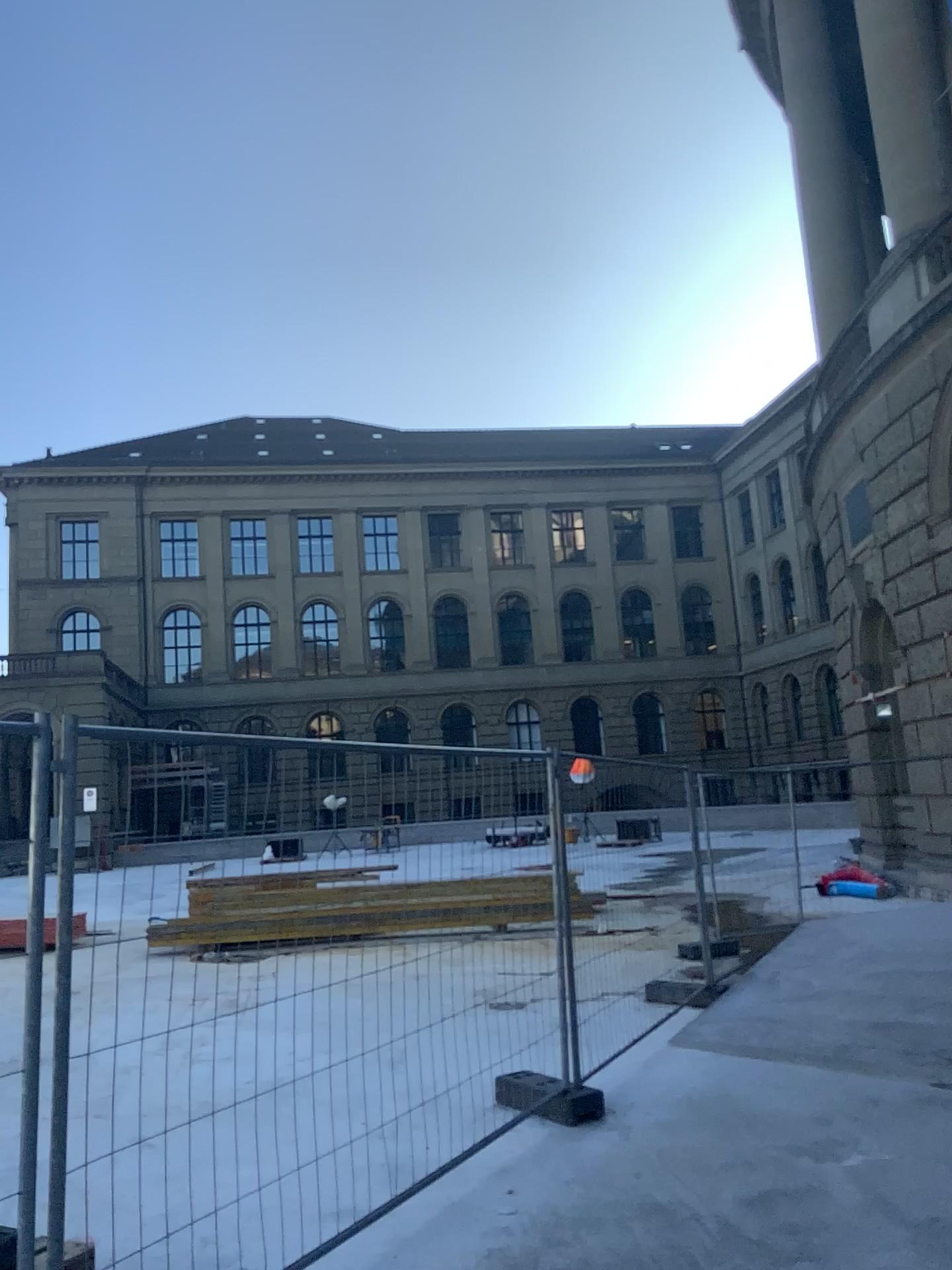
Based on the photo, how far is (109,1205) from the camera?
3.98m
